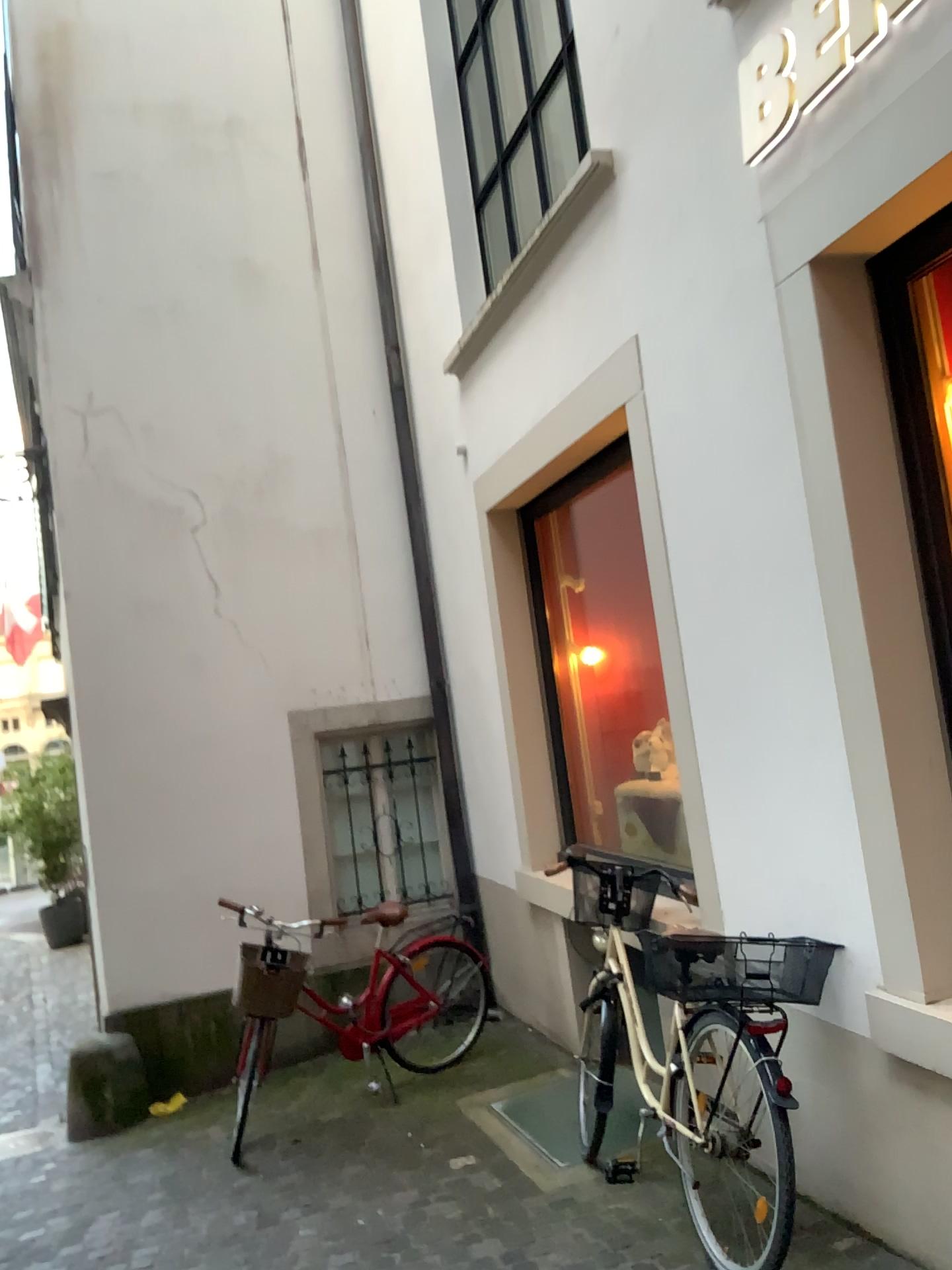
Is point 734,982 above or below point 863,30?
below

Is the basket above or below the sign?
below

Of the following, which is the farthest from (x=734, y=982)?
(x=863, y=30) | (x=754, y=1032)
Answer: (x=863, y=30)

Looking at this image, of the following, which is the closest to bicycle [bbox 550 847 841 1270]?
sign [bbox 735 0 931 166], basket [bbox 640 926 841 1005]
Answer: basket [bbox 640 926 841 1005]

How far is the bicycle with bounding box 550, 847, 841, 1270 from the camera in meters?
2.8 m

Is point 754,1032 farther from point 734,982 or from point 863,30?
point 863,30

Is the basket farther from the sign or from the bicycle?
the sign

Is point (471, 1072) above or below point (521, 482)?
below

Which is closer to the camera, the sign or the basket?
the sign

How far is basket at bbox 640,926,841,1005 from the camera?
2.9m
